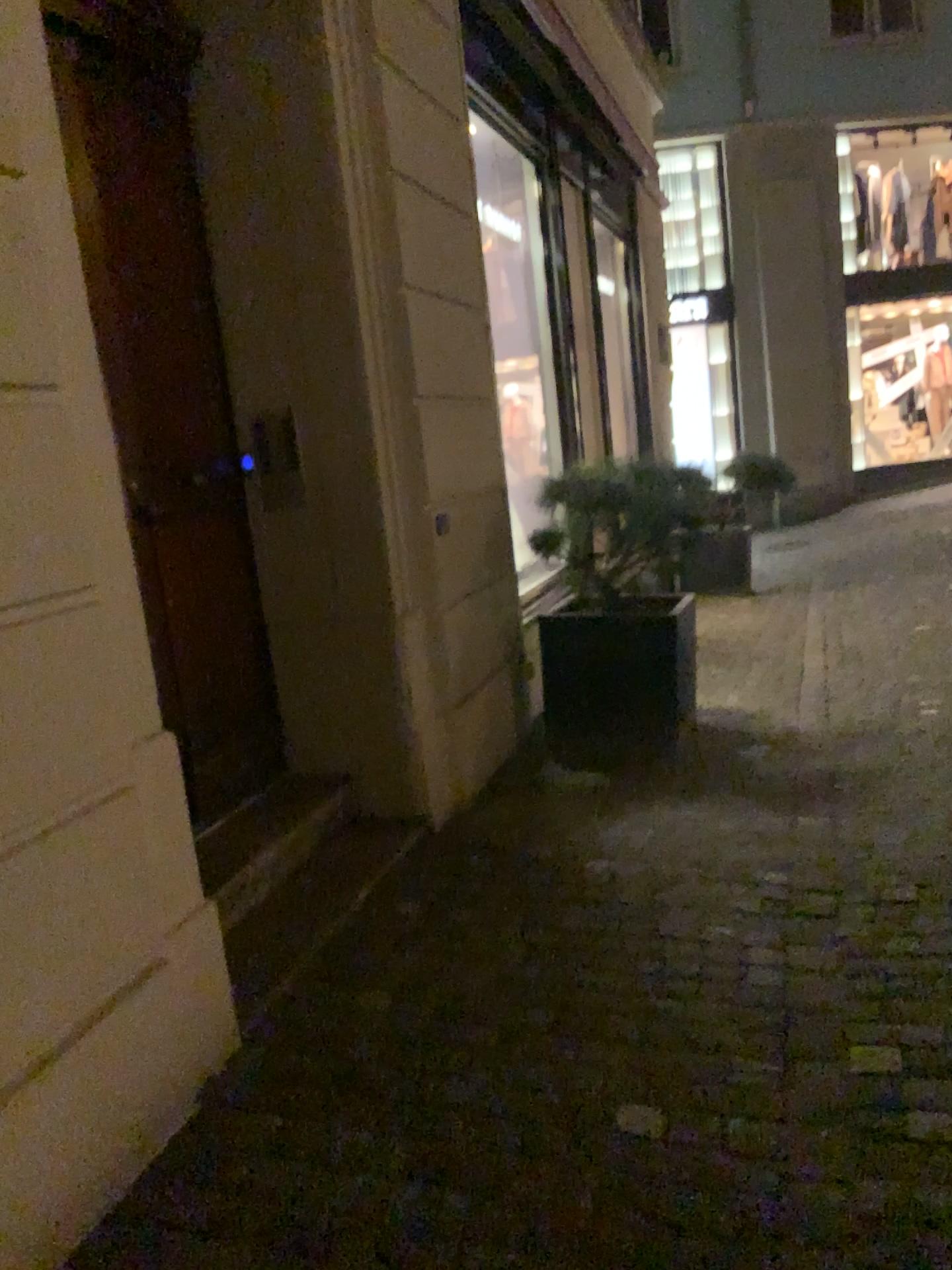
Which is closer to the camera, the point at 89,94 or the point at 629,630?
the point at 89,94

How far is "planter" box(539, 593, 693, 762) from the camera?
4.5 meters

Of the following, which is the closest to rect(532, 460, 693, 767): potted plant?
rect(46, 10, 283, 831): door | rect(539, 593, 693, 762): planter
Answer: rect(539, 593, 693, 762): planter

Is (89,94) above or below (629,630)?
above

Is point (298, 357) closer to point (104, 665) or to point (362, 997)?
point (104, 665)

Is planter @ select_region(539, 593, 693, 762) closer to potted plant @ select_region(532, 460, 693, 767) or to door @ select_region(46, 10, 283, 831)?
potted plant @ select_region(532, 460, 693, 767)

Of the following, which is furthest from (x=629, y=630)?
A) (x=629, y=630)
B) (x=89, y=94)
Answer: (x=89, y=94)

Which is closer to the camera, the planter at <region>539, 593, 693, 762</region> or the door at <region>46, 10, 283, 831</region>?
the door at <region>46, 10, 283, 831</region>

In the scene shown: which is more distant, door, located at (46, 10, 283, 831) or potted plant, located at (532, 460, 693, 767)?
potted plant, located at (532, 460, 693, 767)
